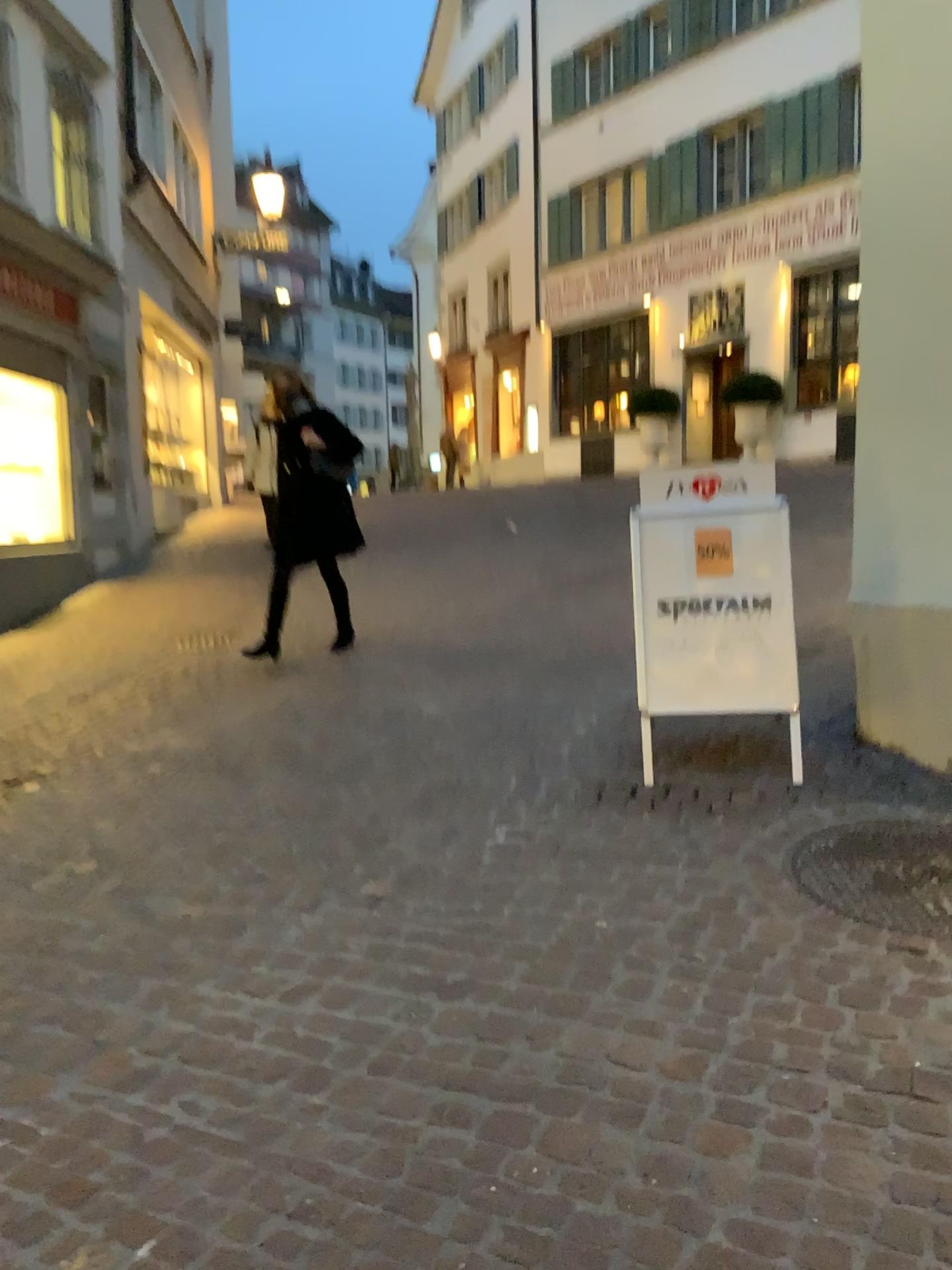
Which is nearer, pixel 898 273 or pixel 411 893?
pixel 411 893
